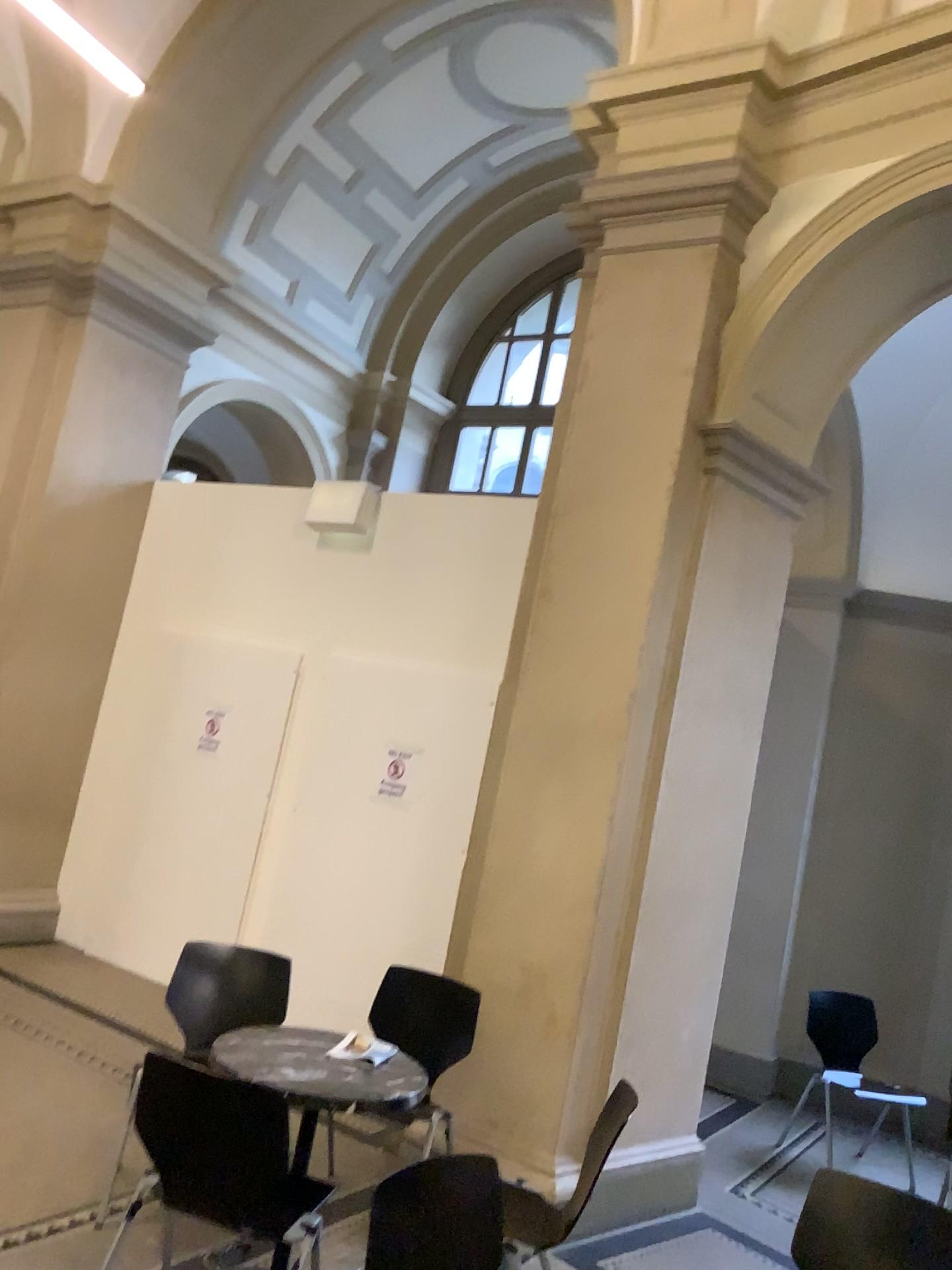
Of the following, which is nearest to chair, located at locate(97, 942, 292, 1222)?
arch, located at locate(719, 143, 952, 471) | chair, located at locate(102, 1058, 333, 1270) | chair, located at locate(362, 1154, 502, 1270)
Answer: chair, located at locate(102, 1058, 333, 1270)

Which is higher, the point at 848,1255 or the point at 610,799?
the point at 610,799

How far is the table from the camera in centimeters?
288cm

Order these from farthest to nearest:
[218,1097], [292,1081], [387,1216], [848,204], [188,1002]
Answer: [848,204]
[188,1002]
[292,1081]
[218,1097]
[387,1216]

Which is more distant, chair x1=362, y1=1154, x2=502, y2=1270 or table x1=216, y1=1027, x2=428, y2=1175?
table x1=216, y1=1027, x2=428, y2=1175

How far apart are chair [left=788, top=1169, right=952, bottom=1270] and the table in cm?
110

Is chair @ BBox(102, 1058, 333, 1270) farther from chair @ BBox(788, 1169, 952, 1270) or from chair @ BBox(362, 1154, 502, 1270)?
chair @ BBox(788, 1169, 952, 1270)

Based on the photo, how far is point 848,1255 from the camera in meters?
2.6

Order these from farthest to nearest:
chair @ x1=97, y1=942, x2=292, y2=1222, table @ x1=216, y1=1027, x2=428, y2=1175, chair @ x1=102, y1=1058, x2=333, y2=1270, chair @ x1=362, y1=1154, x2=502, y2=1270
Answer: chair @ x1=97, y1=942, x2=292, y2=1222, table @ x1=216, y1=1027, x2=428, y2=1175, chair @ x1=102, y1=1058, x2=333, y2=1270, chair @ x1=362, y1=1154, x2=502, y2=1270

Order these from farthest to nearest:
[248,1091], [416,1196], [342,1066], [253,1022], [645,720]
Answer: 1. [645,720]
2. [253,1022]
3. [342,1066]
4. [248,1091]
5. [416,1196]
